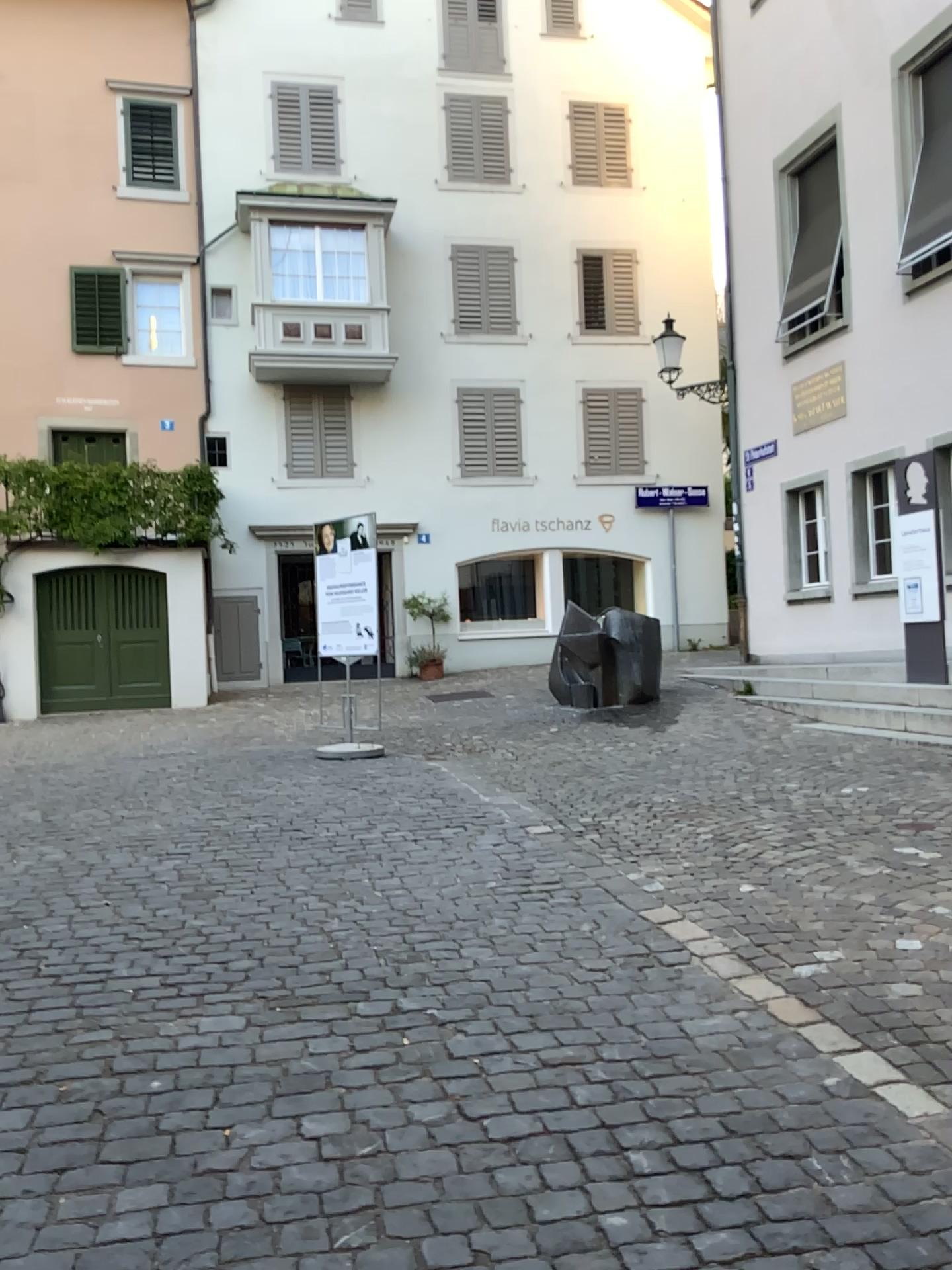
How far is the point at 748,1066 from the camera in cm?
306
